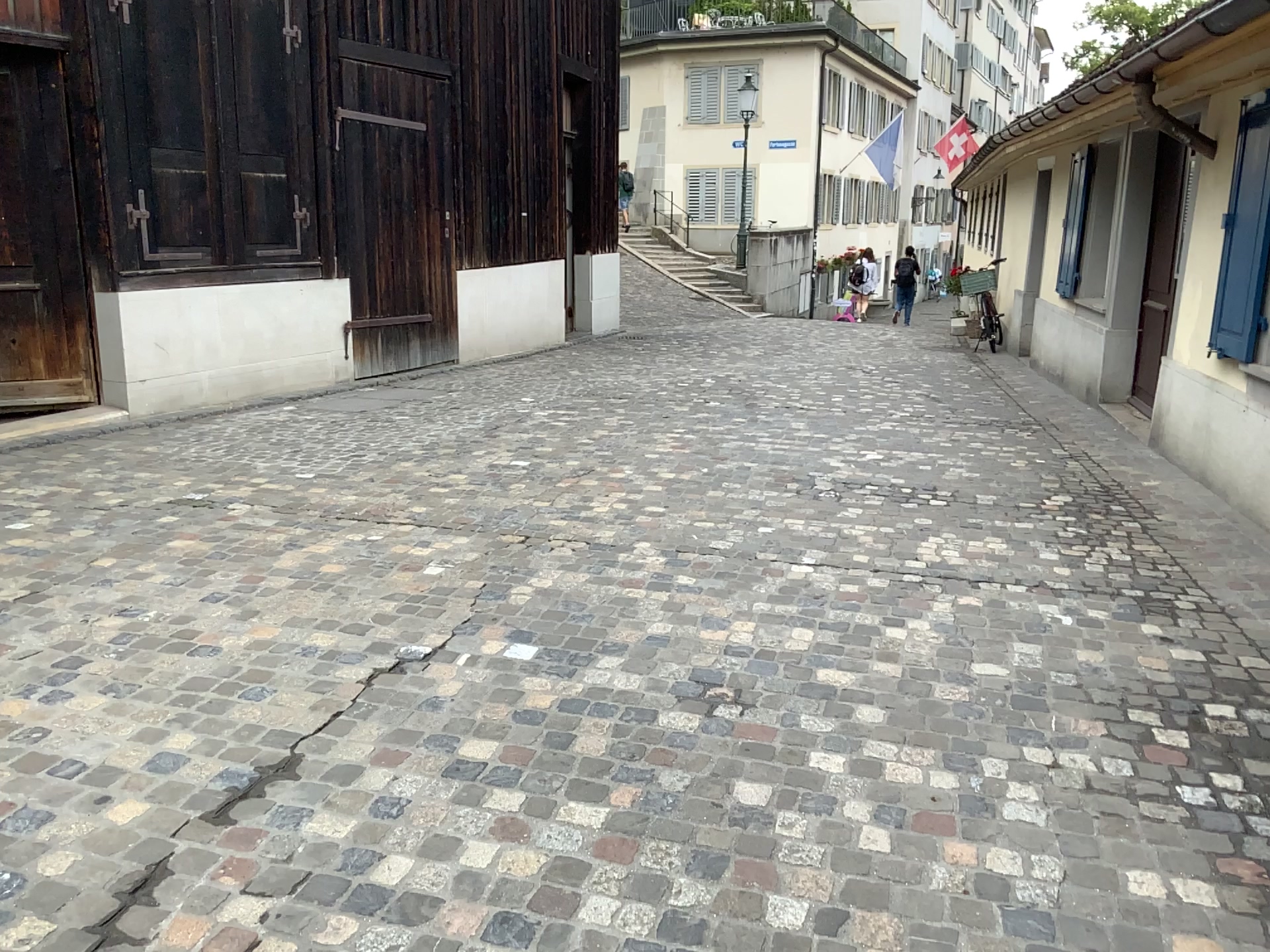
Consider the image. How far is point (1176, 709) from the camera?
2.9m
